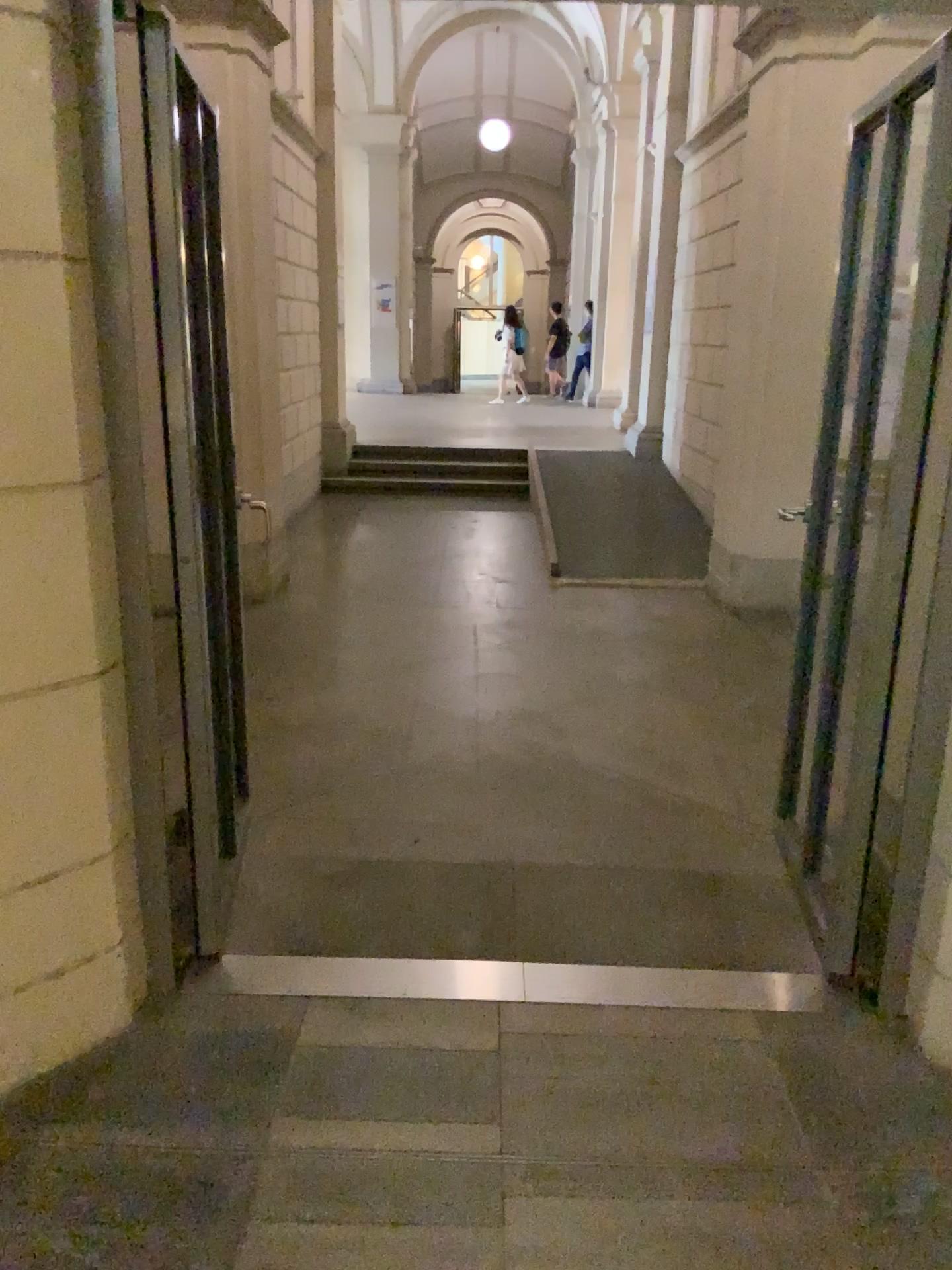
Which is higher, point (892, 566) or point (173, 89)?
point (173, 89)

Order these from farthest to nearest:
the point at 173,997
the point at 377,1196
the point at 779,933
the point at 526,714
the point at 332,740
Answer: the point at 526,714 < the point at 332,740 < the point at 779,933 < the point at 173,997 < the point at 377,1196
